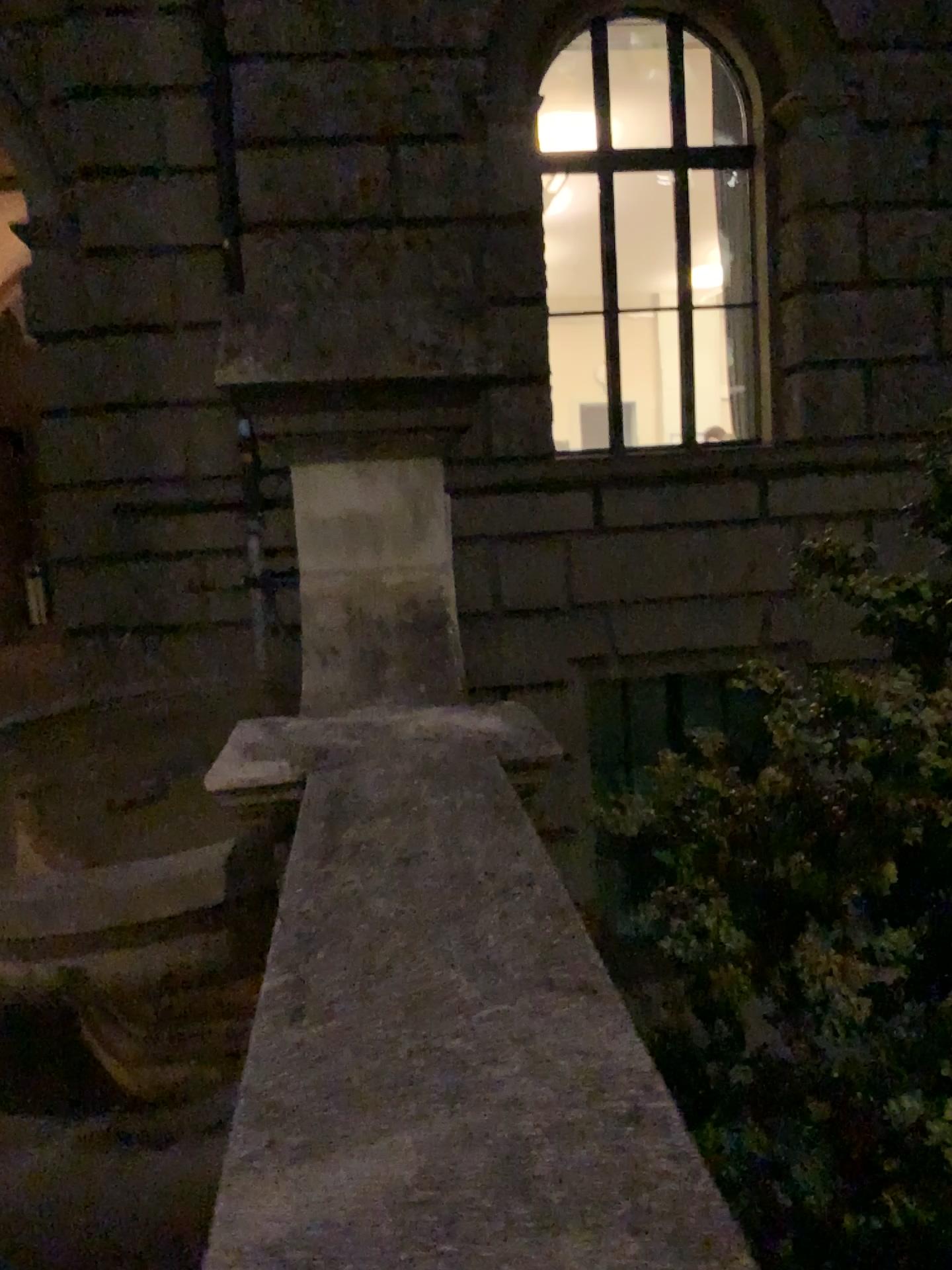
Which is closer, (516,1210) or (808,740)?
(516,1210)

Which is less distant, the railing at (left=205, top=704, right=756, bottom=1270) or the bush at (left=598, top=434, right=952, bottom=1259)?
the railing at (left=205, top=704, right=756, bottom=1270)

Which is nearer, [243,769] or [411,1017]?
[411,1017]
